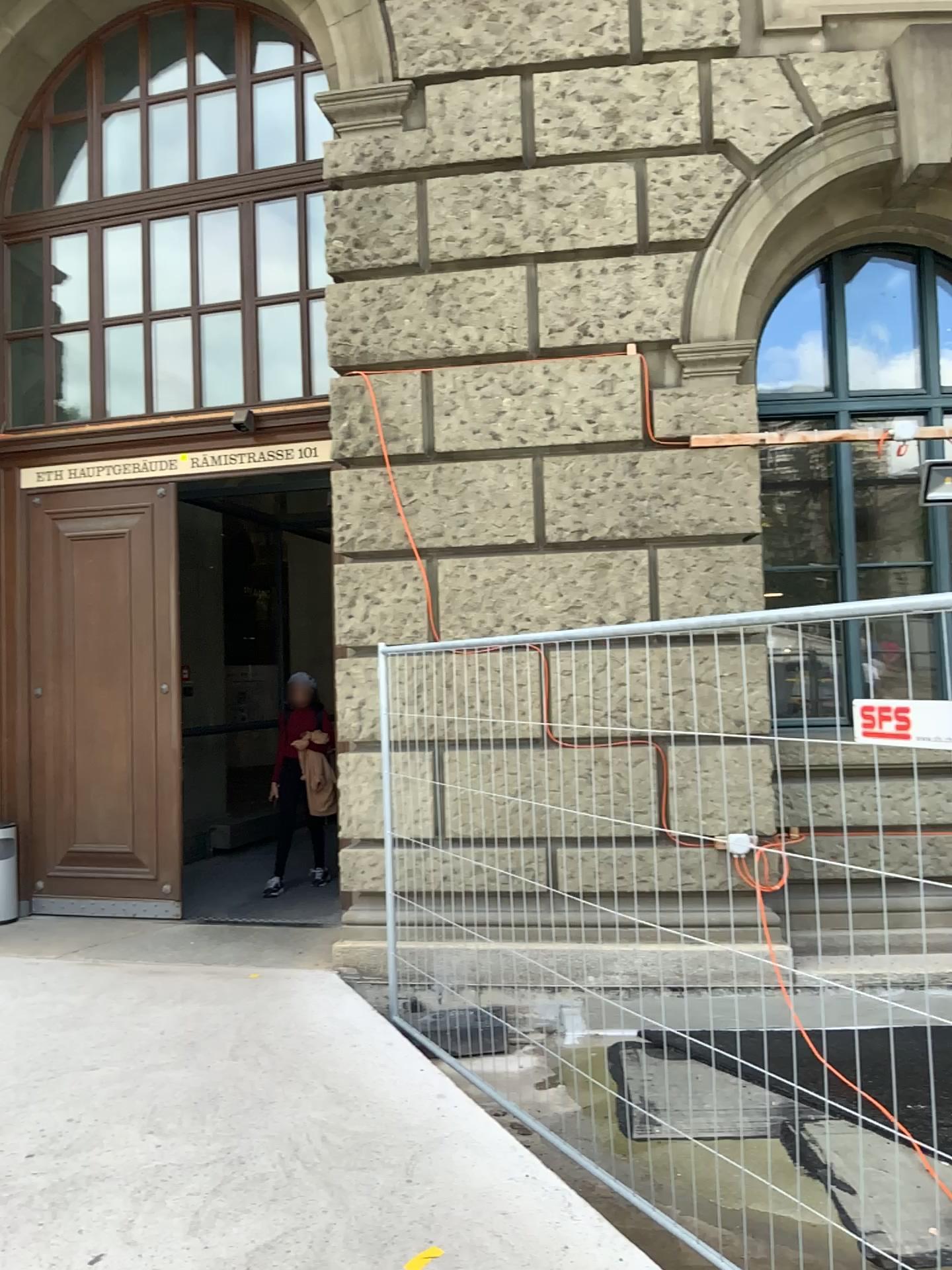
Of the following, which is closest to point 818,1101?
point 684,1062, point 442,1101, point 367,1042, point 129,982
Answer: point 684,1062
